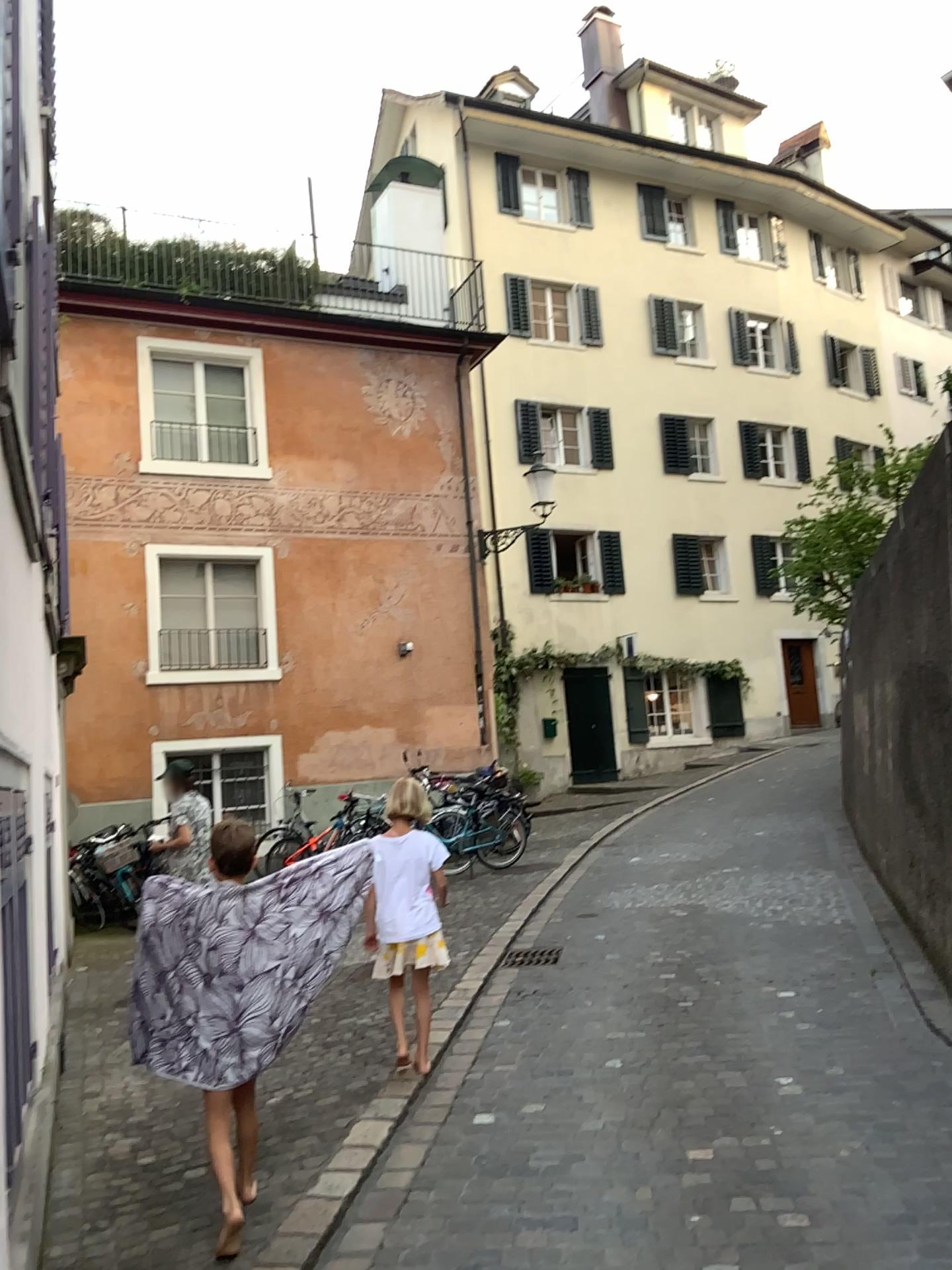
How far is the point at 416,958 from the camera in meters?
4.8 m
